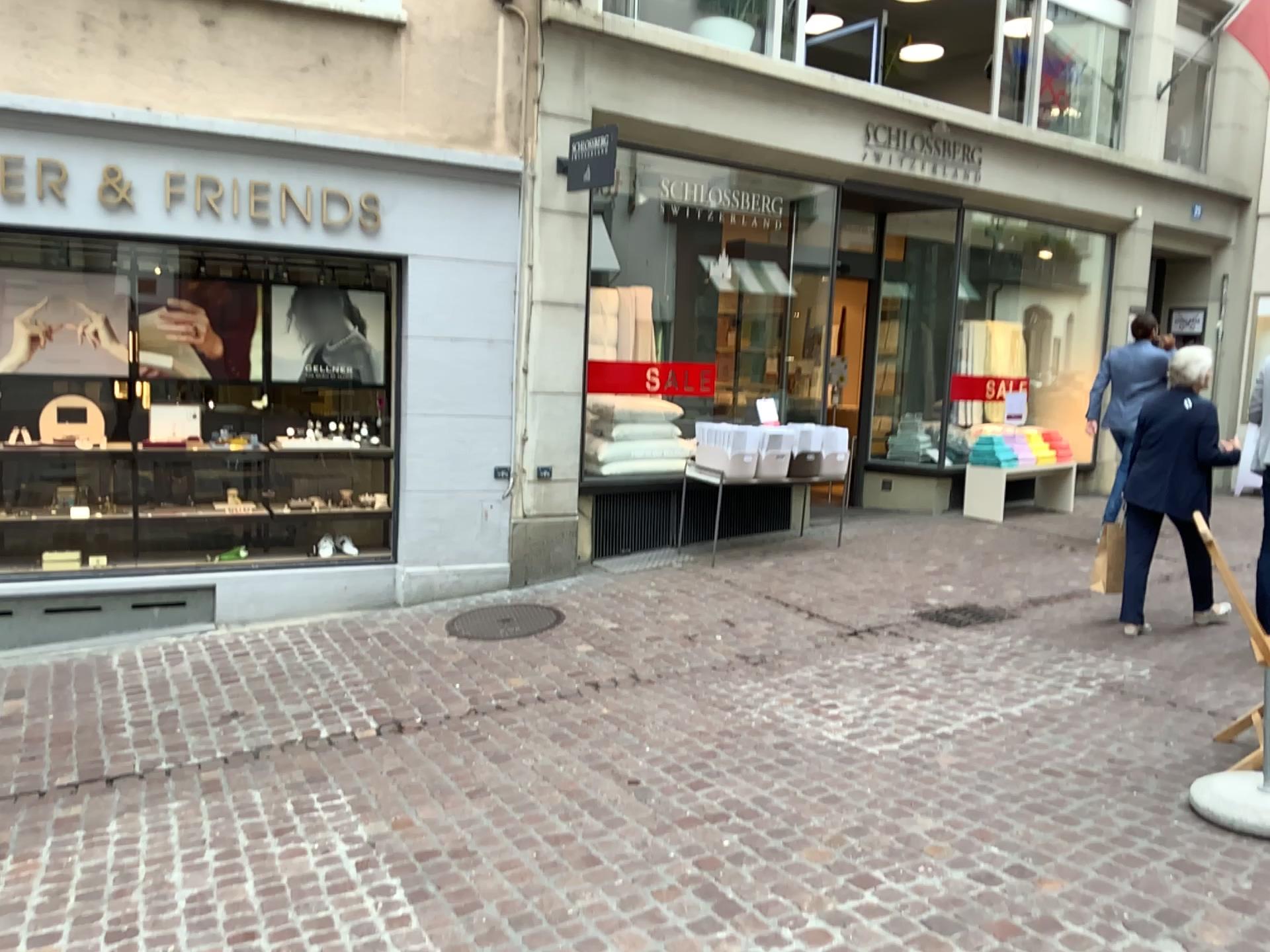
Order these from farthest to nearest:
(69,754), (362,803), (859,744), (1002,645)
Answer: (1002,645) → (69,754) → (859,744) → (362,803)
